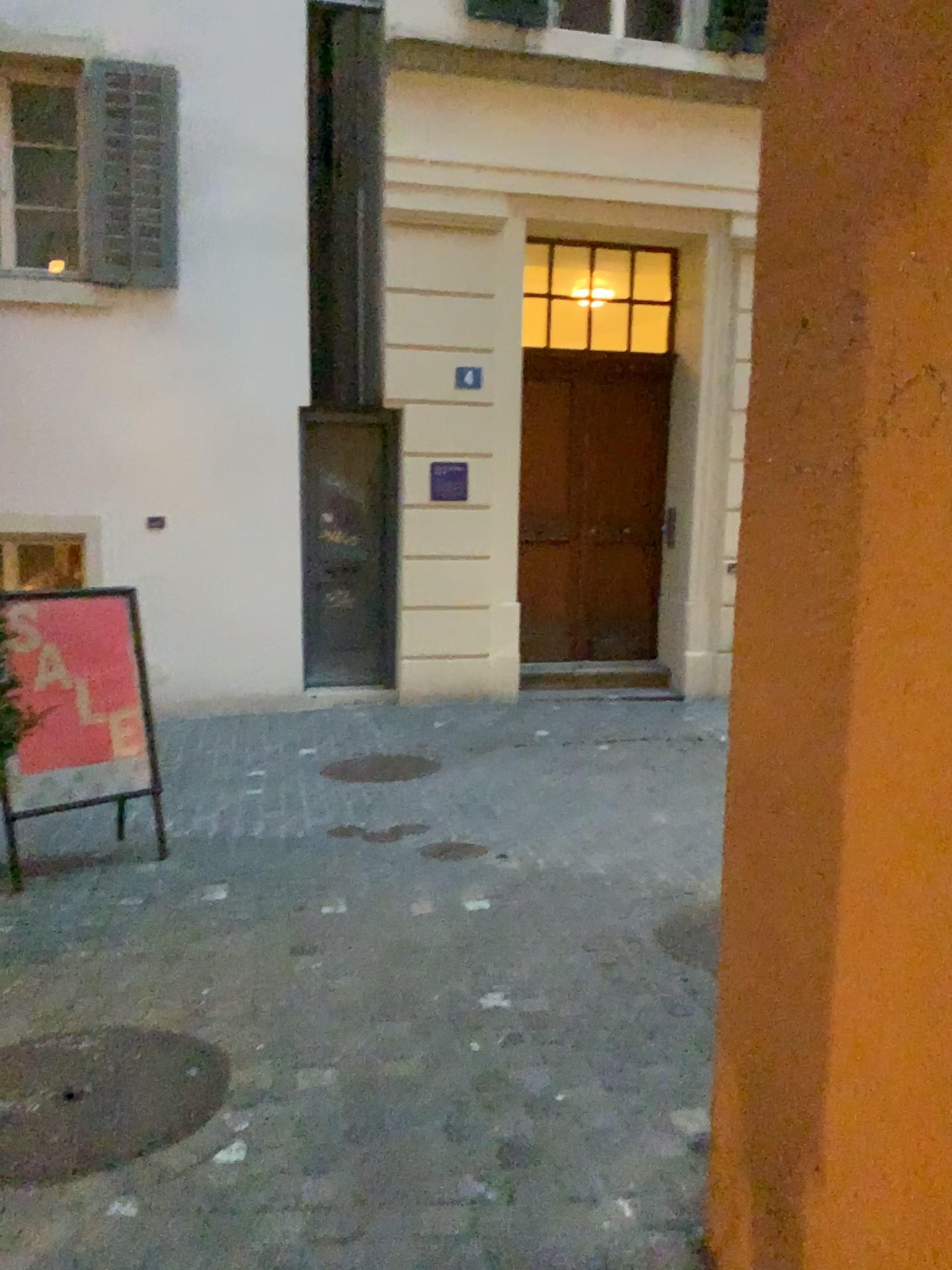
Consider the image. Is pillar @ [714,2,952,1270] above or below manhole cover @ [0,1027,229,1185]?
above

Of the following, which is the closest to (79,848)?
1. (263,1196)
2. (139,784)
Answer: (139,784)

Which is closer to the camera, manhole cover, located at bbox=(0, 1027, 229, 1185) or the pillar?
the pillar

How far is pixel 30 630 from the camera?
4.10m

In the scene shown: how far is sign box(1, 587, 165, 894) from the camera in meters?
4.1

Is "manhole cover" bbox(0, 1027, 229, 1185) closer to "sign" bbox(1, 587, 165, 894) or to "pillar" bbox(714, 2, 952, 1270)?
"pillar" bbox(714, 2, 952, 1270)

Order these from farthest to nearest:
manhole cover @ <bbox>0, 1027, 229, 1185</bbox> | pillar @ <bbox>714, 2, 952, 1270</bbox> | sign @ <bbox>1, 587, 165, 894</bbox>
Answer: sign @ <bbox>1, 587, 165, 894</bbox> → manhole cover @ <bbox>0, 1027, 229, 1185</bbox> → pillar @ <bbox>714, 2, 952, 1270</bbox>

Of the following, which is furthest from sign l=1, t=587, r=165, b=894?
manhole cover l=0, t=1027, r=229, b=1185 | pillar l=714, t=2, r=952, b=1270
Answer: pillar l=714, t=2, r=952, b=1270

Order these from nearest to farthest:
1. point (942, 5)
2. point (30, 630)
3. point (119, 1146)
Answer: point (942, 5) < point (119, 1146) < point (30, 630)

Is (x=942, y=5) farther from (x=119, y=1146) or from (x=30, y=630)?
(x=30, y=630)
